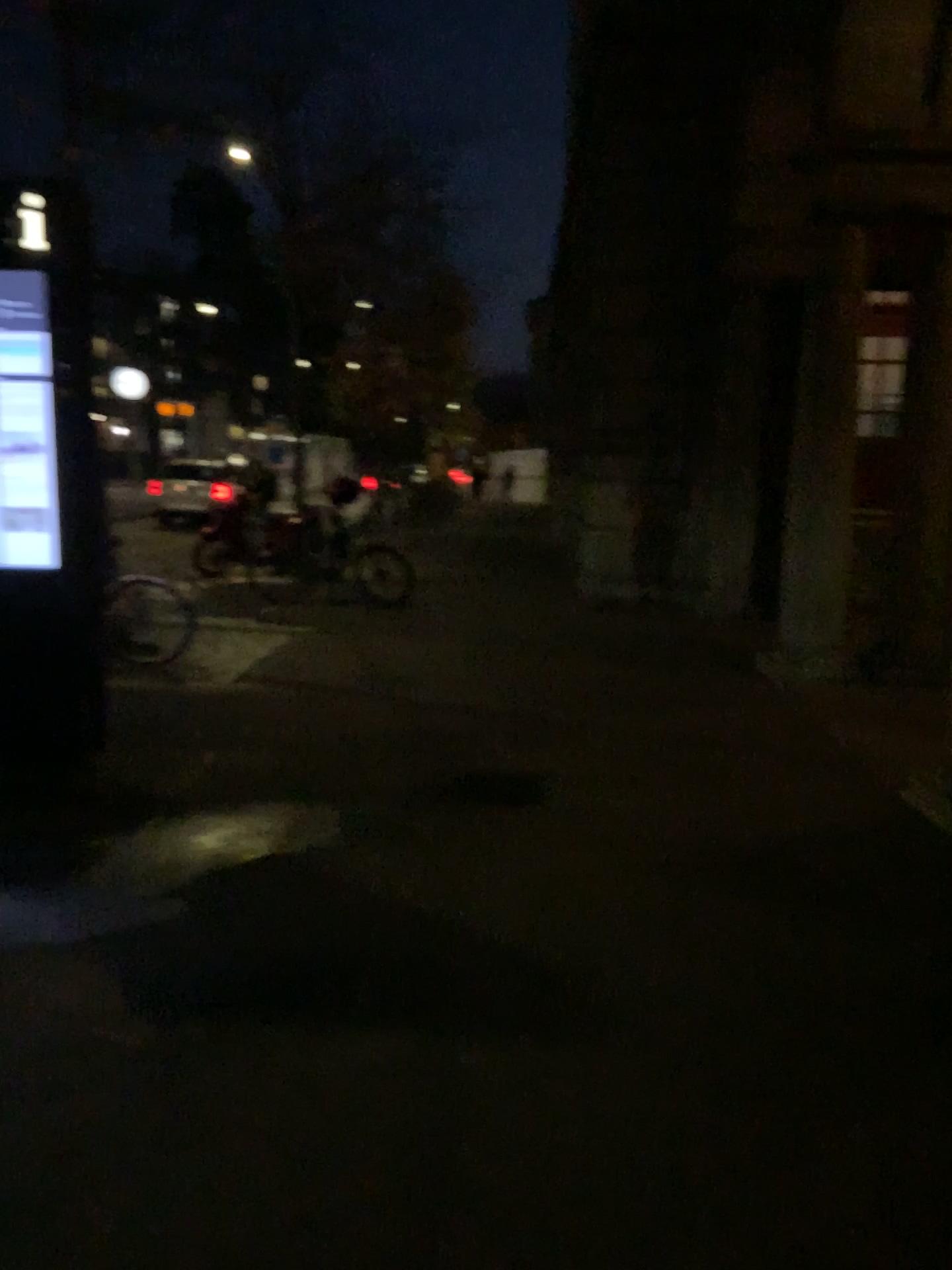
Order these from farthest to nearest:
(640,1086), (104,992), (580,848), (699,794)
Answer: (699,794)
(580,848)
(104,992)
(640,1086)
